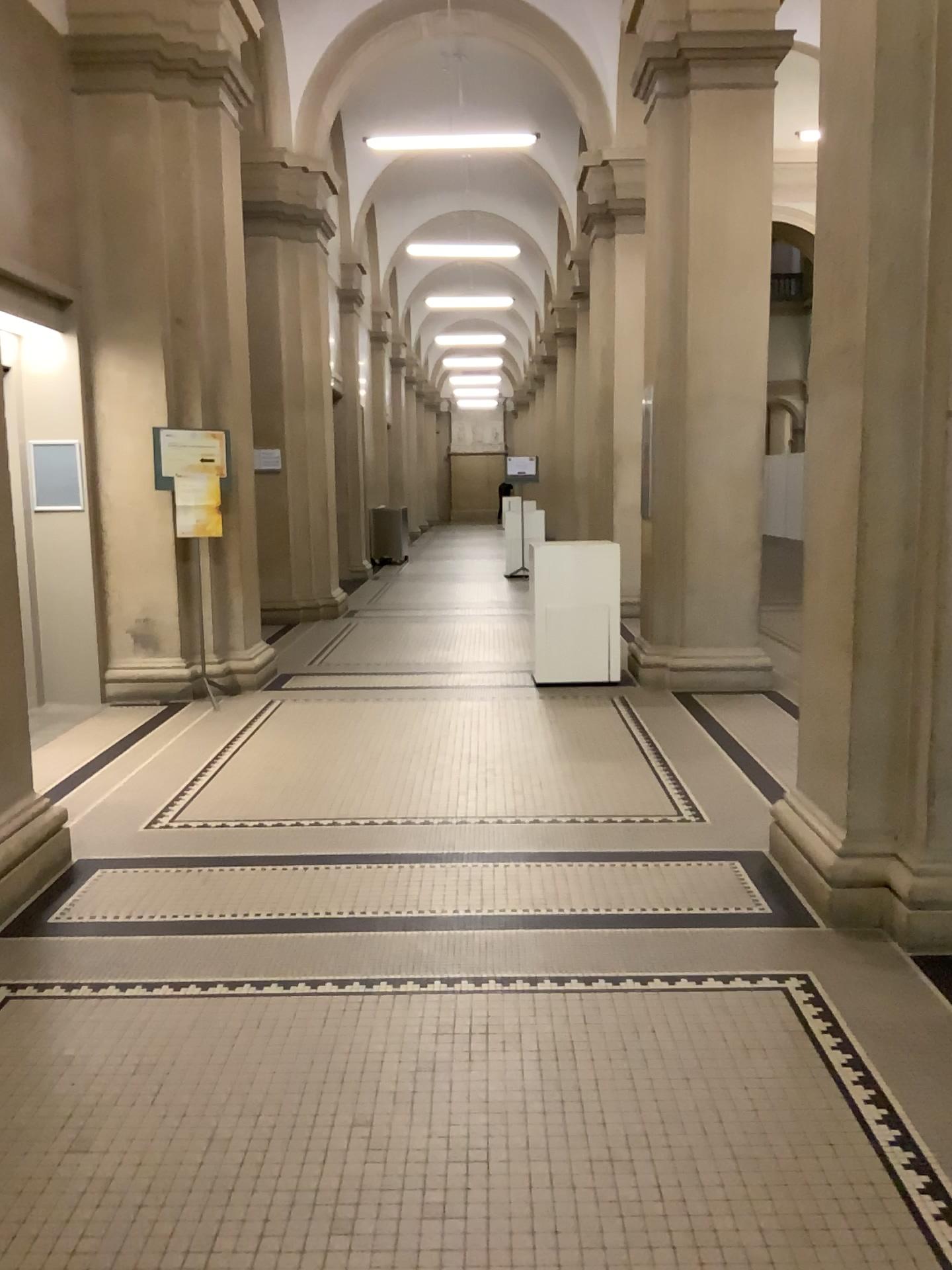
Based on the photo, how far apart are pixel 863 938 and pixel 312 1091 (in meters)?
1.81
